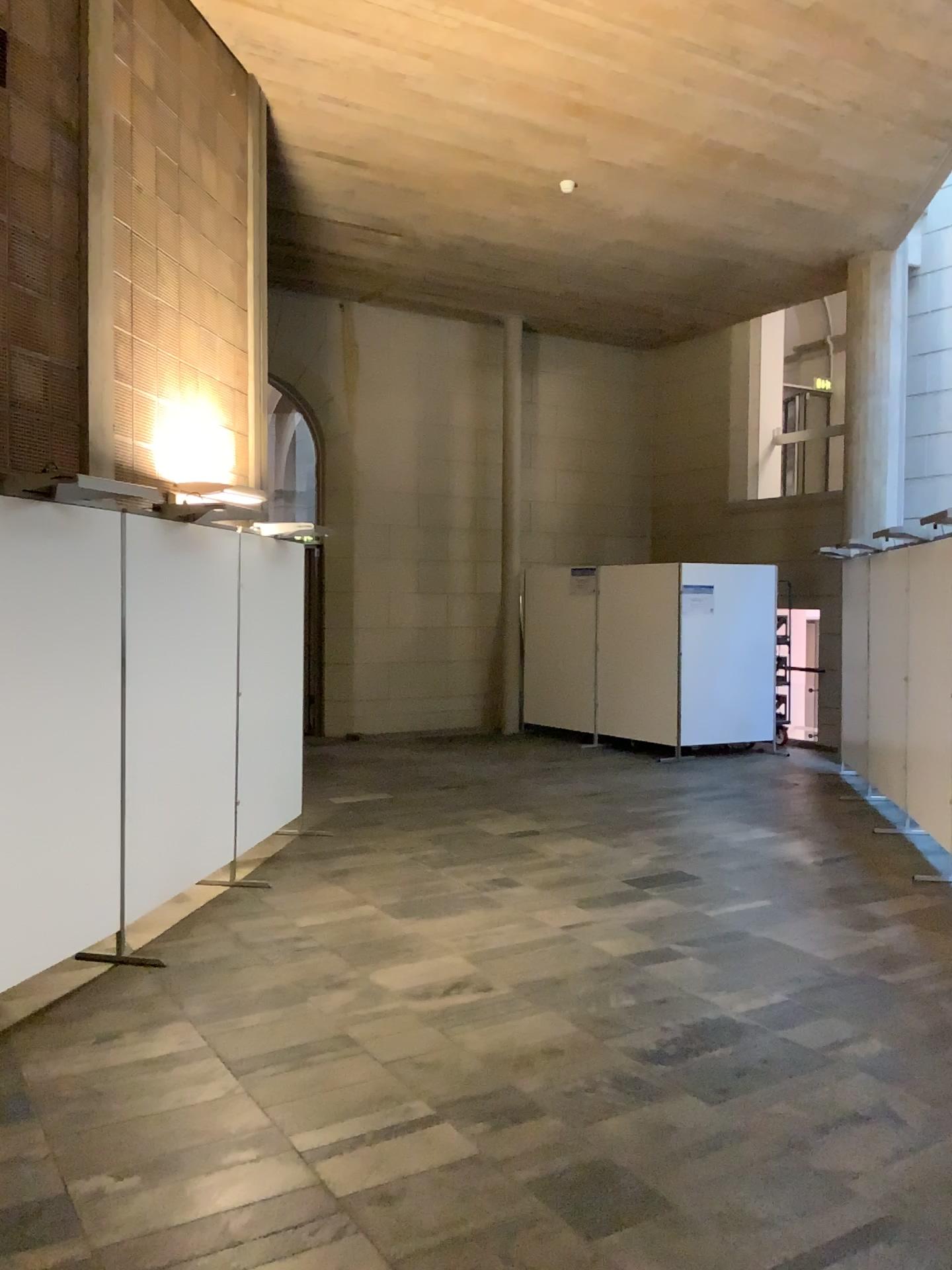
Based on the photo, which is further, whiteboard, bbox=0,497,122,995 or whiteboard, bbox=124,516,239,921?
whiteboard, bbox=124,516,239,921

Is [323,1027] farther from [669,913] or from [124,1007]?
[669,913]

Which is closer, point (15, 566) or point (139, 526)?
point (15, 566)
